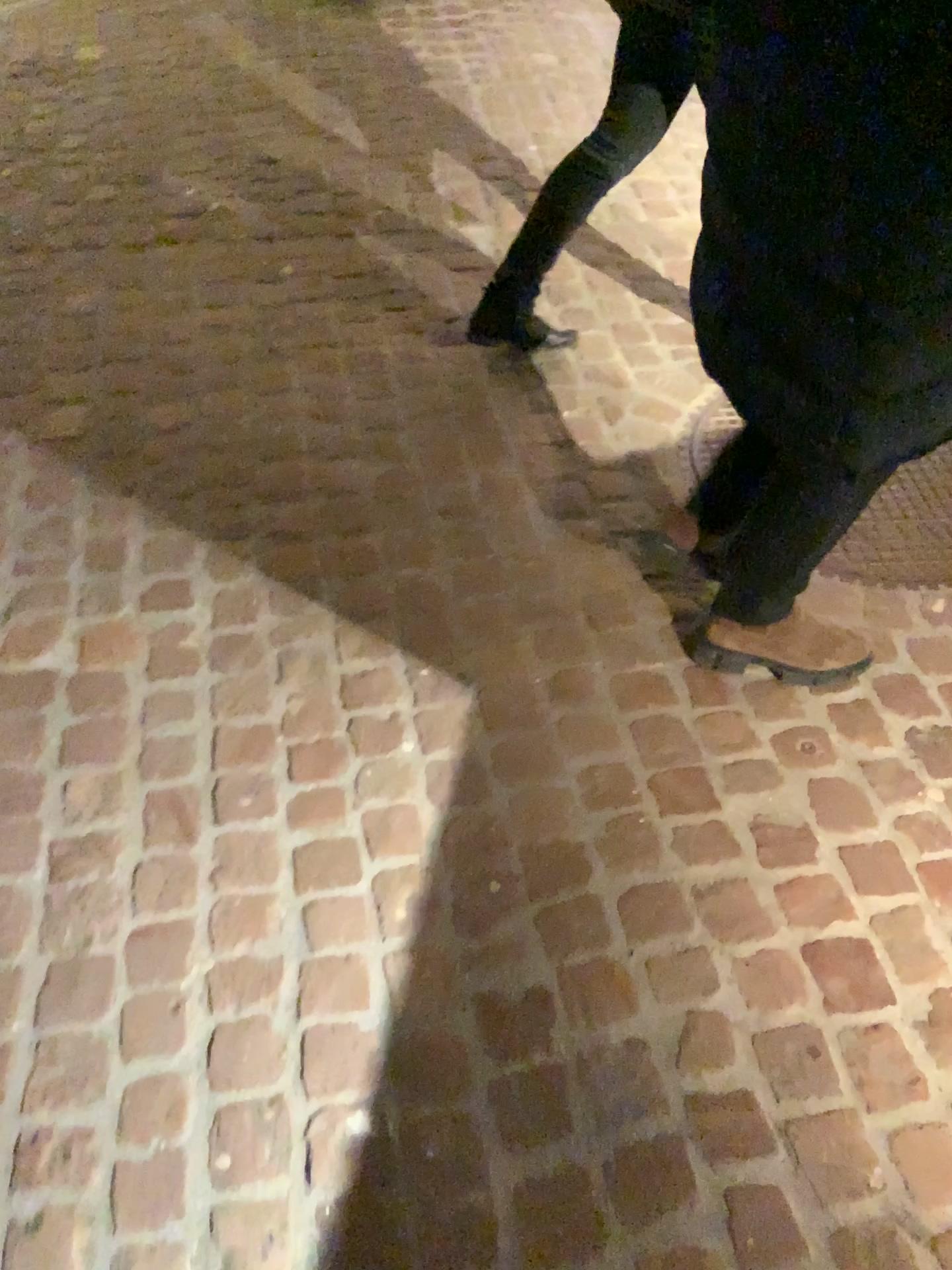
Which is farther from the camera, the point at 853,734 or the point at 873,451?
the point at 853,734

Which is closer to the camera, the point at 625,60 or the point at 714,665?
the point at 714,665

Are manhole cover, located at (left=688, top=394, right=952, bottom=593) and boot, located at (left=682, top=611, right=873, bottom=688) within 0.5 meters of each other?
yes

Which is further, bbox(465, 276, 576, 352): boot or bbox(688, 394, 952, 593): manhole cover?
bbox(465, 276, 576, 352): boot

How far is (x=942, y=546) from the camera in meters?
1.9

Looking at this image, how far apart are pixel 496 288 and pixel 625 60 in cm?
51

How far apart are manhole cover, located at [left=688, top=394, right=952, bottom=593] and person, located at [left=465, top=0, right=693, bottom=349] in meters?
0.5

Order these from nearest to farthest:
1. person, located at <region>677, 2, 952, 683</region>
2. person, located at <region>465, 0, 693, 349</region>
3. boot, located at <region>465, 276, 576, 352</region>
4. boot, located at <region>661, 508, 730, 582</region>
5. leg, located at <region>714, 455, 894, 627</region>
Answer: person, located at <region>677, 2, 952, 683</region>, leg, located at <region>714, 455, 894, 627</region>, boot, located at <region>661, 508, 730, 582</region>, person, located at <region>465, 0, 693, 349</region>, boot, located at <region>465, 276, 576, 352</region>

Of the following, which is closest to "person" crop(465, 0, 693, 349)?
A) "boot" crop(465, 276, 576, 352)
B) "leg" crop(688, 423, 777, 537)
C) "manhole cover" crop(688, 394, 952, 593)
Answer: "boot" crop(465, 276, 576, 352)

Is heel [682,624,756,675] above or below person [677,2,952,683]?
below
